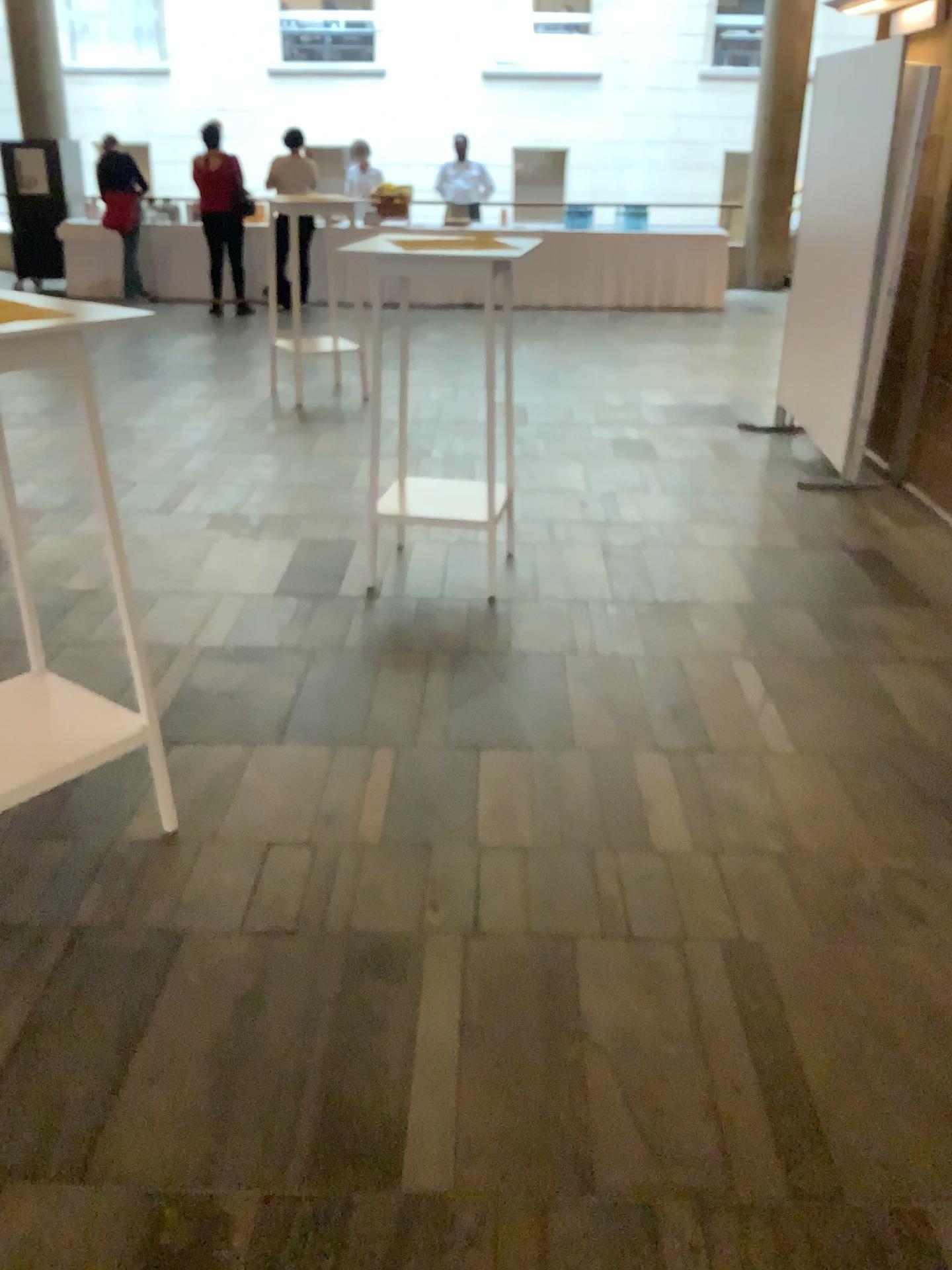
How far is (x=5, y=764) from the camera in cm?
225

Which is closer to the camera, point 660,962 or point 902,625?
point 660,962

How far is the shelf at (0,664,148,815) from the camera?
2.3 meters
